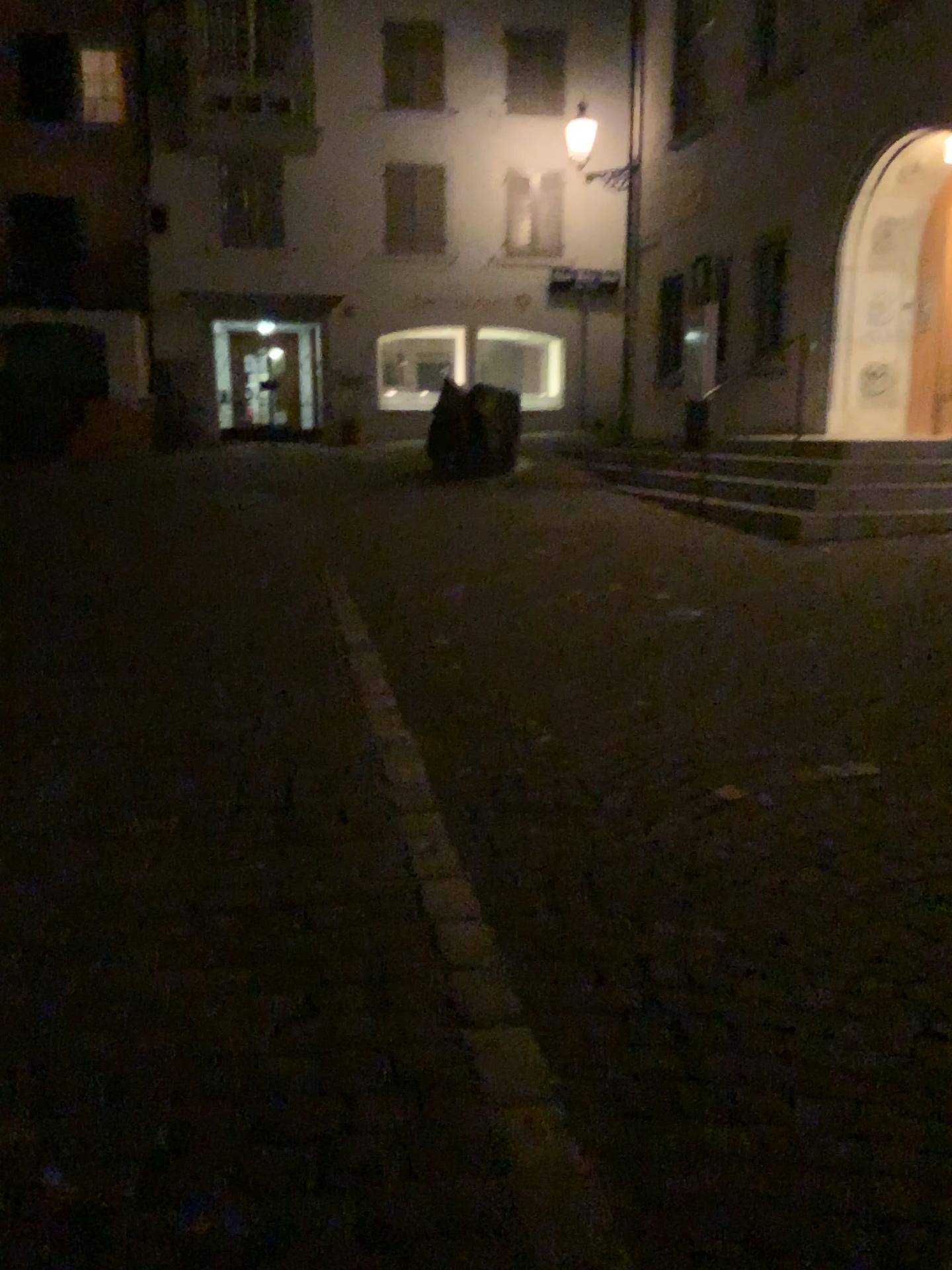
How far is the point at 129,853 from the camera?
2.8 meters
